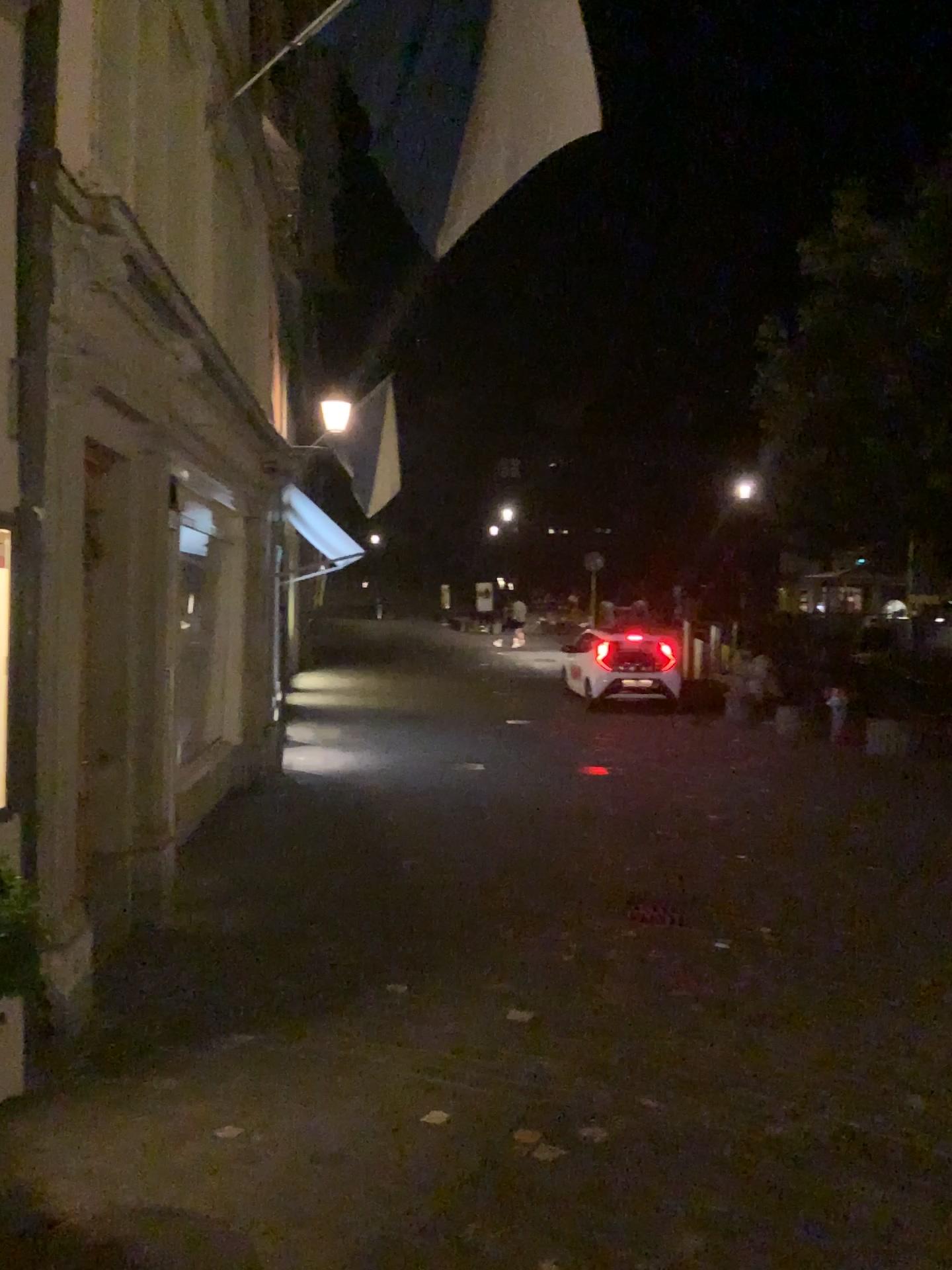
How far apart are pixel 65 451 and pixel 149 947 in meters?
2.5
